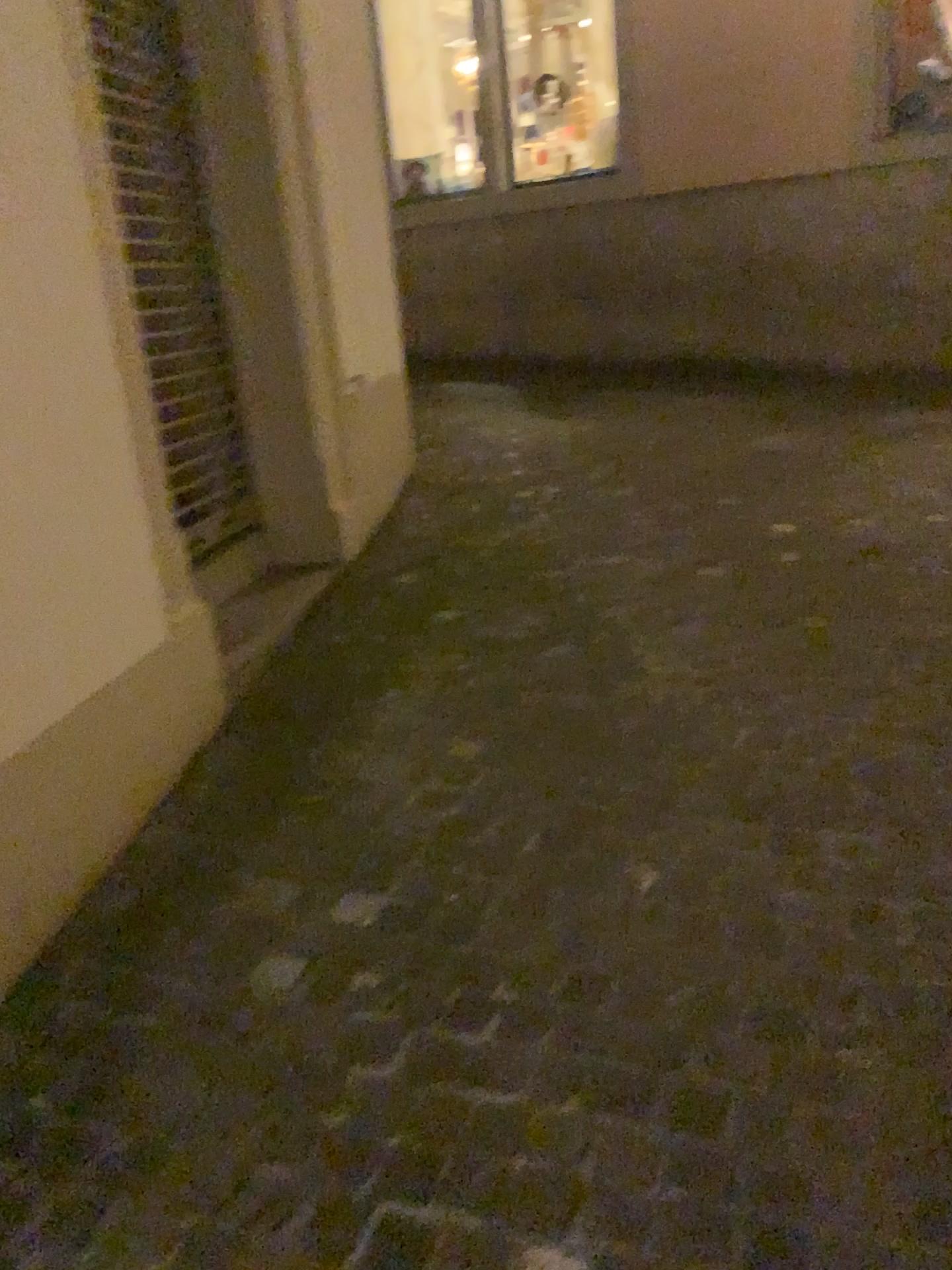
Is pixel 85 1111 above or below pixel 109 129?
below
